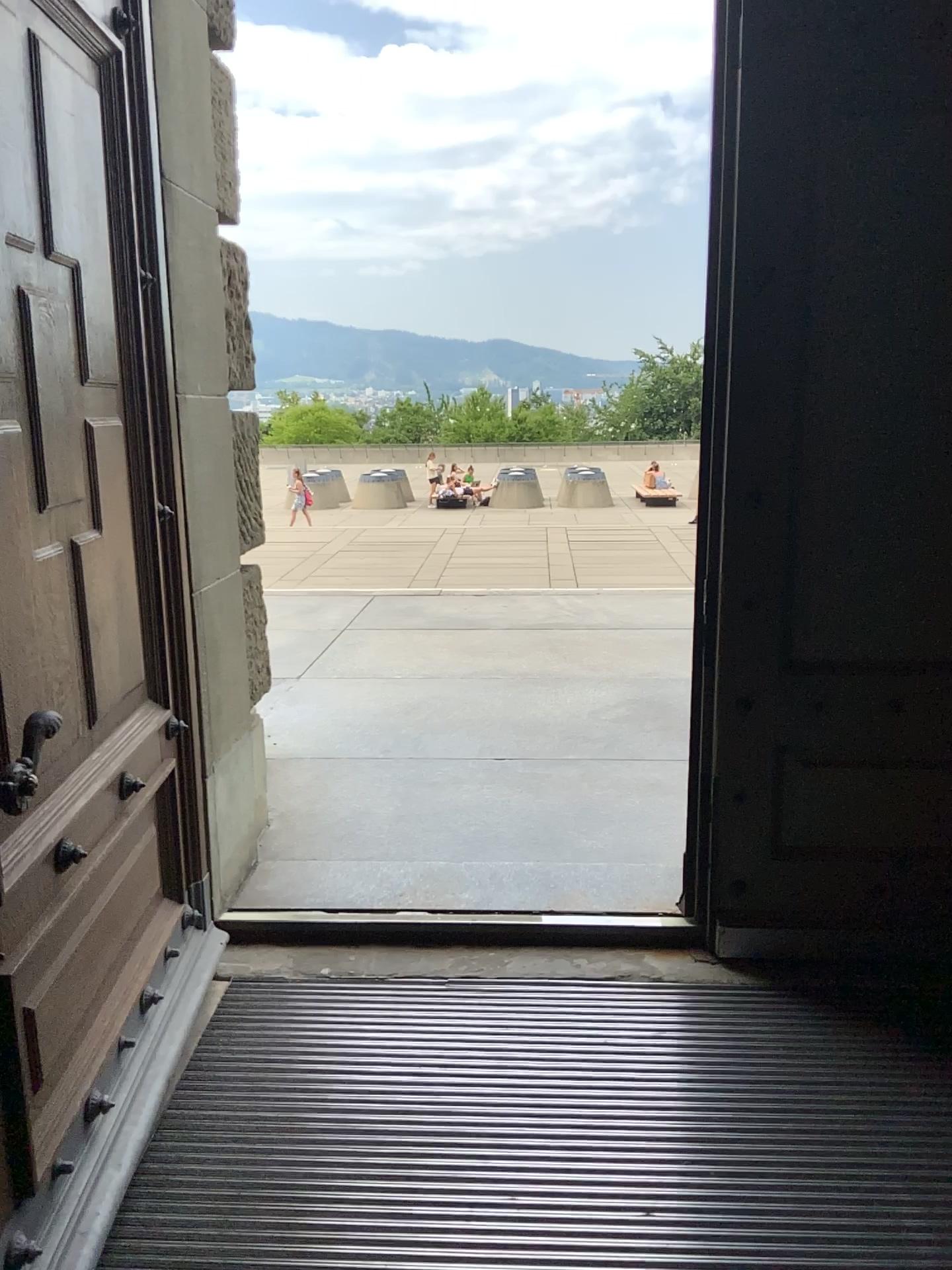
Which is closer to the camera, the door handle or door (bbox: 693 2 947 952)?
the door handle

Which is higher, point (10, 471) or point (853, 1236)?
point (10, 471)

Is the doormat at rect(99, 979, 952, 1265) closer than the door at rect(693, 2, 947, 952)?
Yes

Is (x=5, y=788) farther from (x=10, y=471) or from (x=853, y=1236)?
(x=853, y=1236)

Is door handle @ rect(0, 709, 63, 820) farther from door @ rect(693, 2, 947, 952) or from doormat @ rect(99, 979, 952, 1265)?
door @ rect(693, 2, 947, 952)

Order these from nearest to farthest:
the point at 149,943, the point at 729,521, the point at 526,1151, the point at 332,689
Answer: the point at 526,1151, the point at 149,943, the point at 729,521, the point at 332,689

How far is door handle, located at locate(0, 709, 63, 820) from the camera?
1.6 meters

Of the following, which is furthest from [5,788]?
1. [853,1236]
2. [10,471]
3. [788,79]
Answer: [788,79]

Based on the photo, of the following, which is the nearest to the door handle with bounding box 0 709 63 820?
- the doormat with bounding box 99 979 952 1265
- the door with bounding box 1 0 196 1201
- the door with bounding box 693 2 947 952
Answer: the door with bounding box 1 0 196 1201

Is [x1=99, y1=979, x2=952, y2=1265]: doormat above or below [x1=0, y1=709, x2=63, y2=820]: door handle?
below
